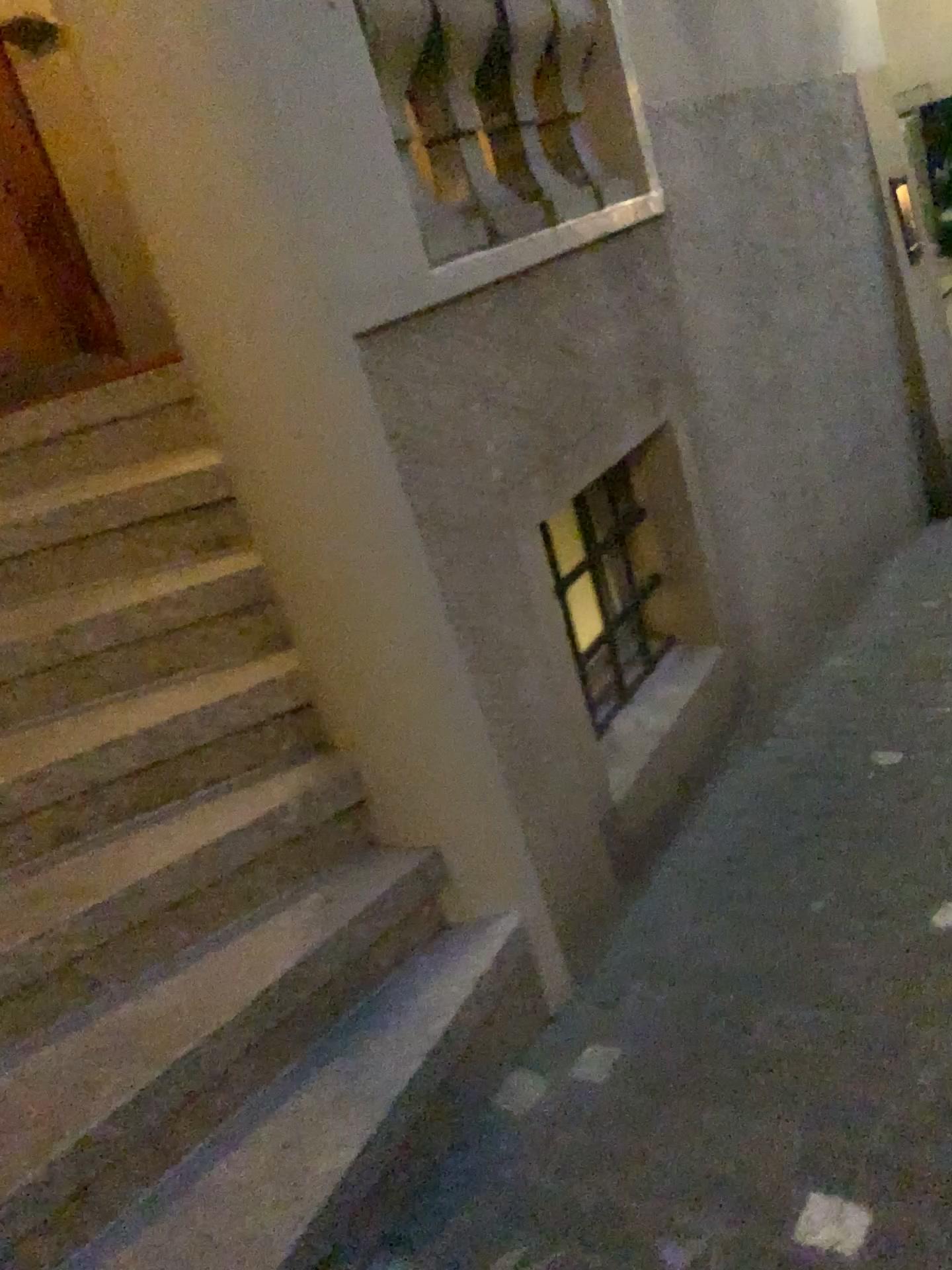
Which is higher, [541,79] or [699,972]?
[541,79]

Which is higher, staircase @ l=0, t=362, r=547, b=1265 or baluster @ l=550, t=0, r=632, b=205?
baluster @ l=550, t=0, r=632, b=205

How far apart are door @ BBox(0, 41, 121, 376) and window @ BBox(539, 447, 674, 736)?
1.6 meters

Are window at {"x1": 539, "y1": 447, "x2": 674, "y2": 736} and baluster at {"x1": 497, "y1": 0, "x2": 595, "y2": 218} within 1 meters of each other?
yes

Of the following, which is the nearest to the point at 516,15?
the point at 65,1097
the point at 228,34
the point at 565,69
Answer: the point at 565,69

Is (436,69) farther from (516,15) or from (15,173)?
(15,173)

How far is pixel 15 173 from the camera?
3.17m

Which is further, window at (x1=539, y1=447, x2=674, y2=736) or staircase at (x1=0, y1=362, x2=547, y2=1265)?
window at (x1=539, y1=447, x2=674, y2=736)

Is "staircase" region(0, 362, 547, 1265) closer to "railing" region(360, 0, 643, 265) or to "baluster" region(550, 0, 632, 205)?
"railing" region(360, 0, 643, 265)

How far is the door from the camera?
3.2m
